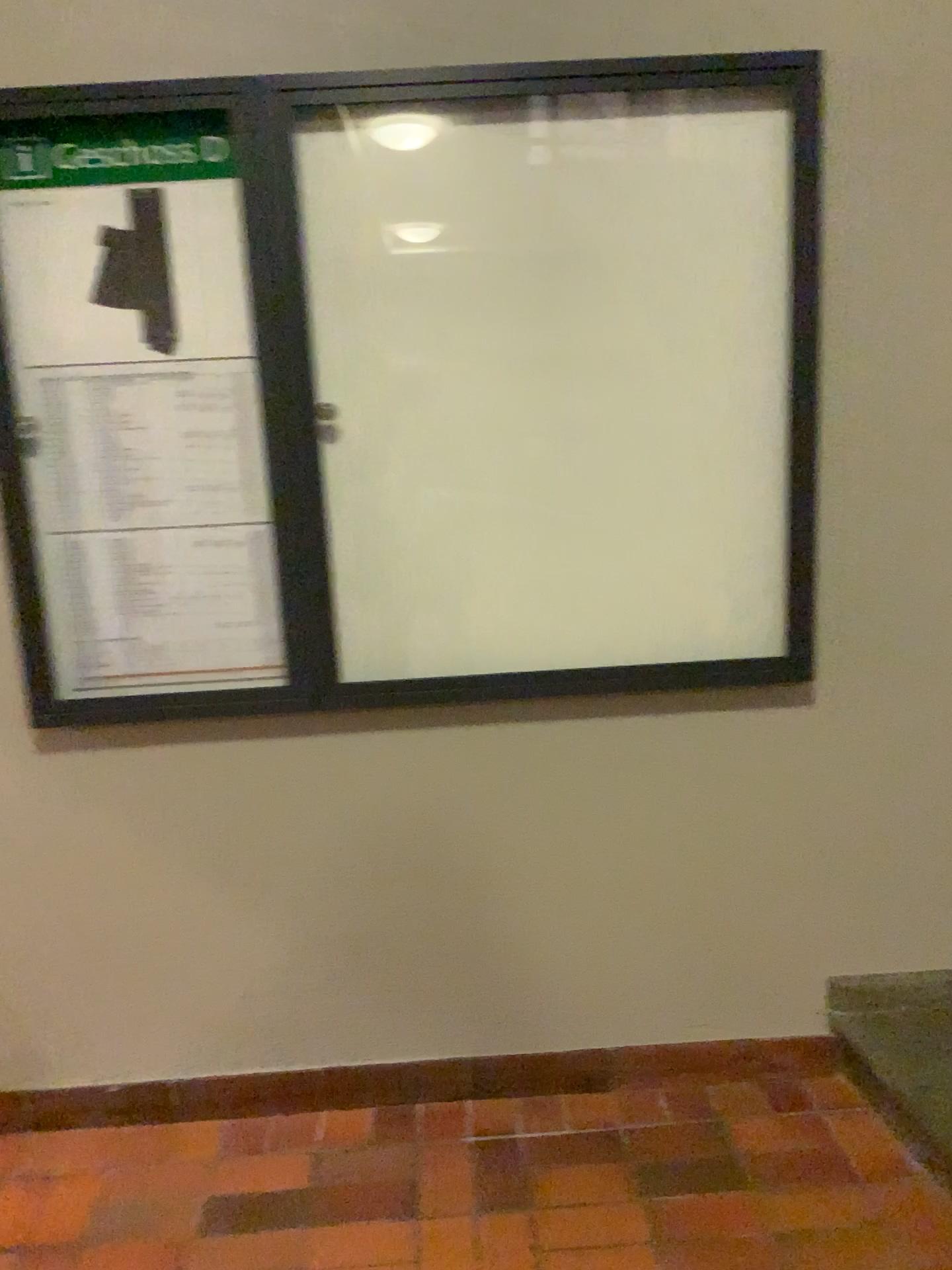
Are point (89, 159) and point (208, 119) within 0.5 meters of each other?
yes

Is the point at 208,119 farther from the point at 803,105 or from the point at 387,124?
the point at 803,105

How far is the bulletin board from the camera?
1.9 meters

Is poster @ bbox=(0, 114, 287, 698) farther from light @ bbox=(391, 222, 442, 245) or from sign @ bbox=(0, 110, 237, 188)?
light @ bbox=(391, 222, 442, 245)

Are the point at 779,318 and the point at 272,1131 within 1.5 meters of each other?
no

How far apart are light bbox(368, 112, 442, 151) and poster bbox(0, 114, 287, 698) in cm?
26

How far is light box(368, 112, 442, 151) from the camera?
1.86m

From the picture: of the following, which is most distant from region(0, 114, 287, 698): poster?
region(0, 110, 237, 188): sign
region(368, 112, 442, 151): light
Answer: region(368, 112, 442, 151): light

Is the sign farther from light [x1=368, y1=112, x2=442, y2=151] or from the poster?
light [x1=368, y1=112, x2=442, y2=151]

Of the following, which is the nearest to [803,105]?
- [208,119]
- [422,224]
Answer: [422,224]
